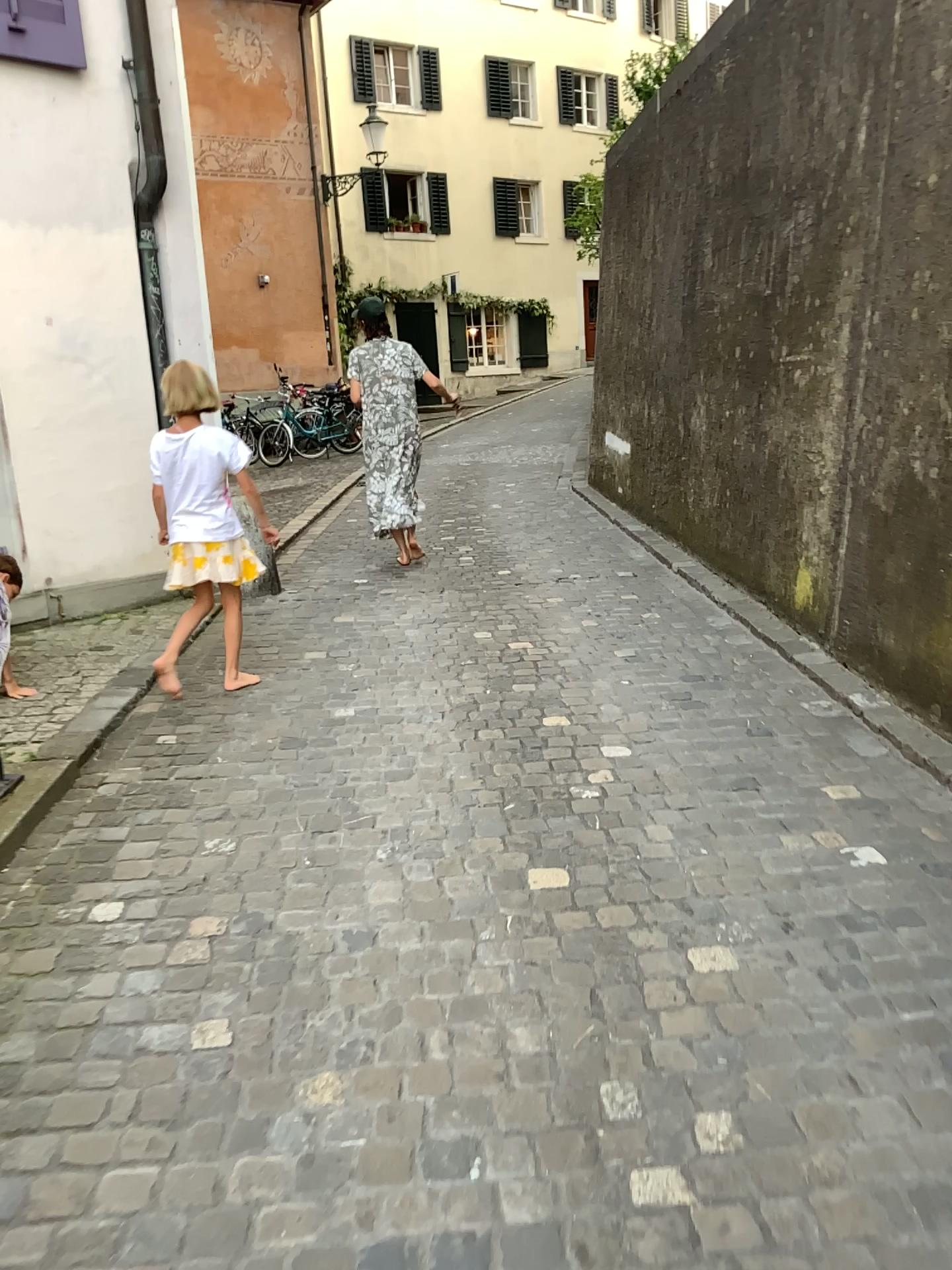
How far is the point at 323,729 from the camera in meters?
3.8

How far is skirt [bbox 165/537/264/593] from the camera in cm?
406

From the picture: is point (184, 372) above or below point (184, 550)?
above

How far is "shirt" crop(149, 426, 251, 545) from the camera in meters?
4.0

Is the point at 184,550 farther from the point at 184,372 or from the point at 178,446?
A: the point at 184,372

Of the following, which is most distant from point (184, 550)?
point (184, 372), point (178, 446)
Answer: point (184, 372)
